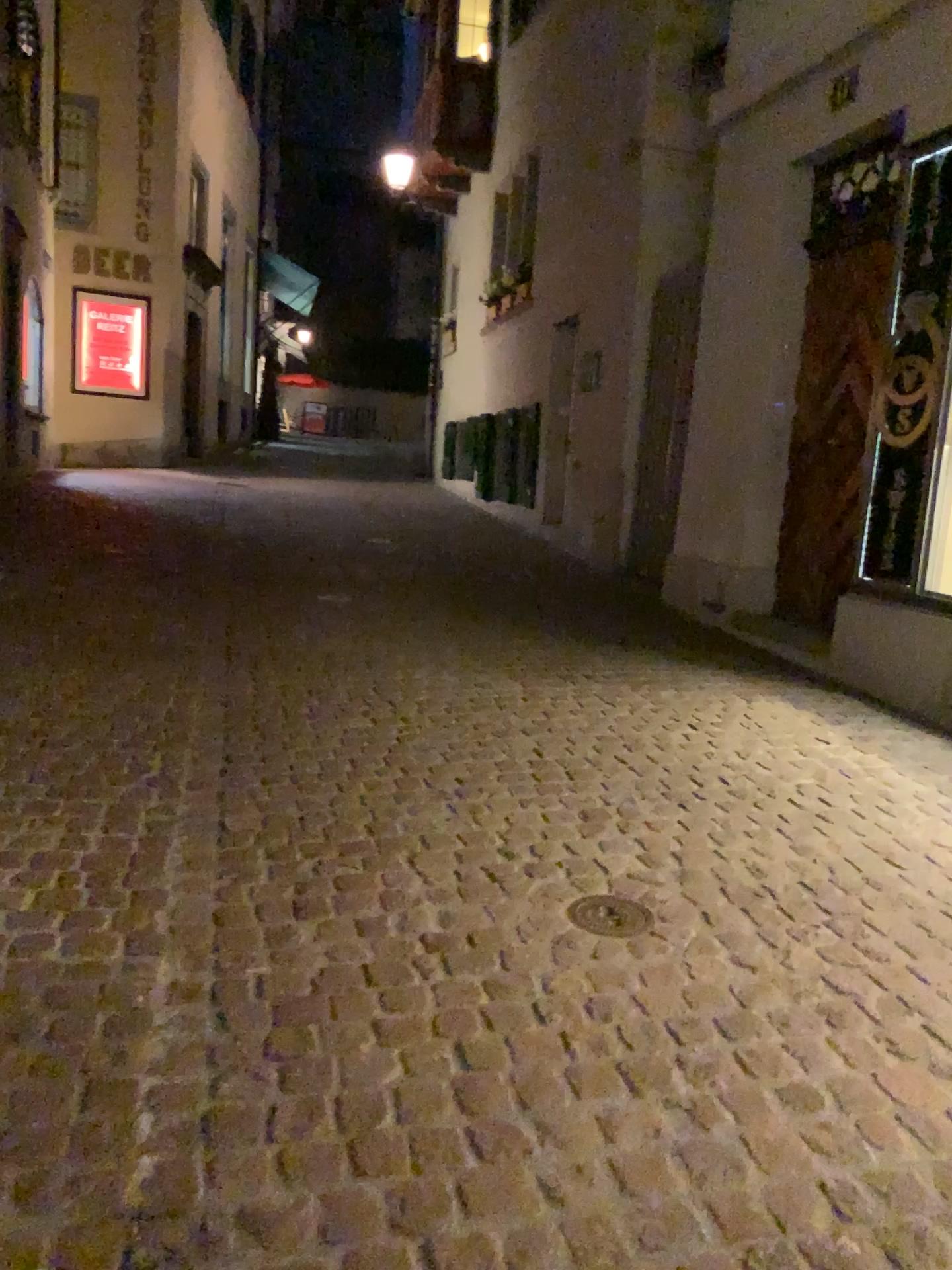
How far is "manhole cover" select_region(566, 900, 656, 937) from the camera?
2.4 meters

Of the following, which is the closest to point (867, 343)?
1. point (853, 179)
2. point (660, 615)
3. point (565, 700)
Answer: point (853, 179)

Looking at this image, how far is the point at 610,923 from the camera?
2.40m
